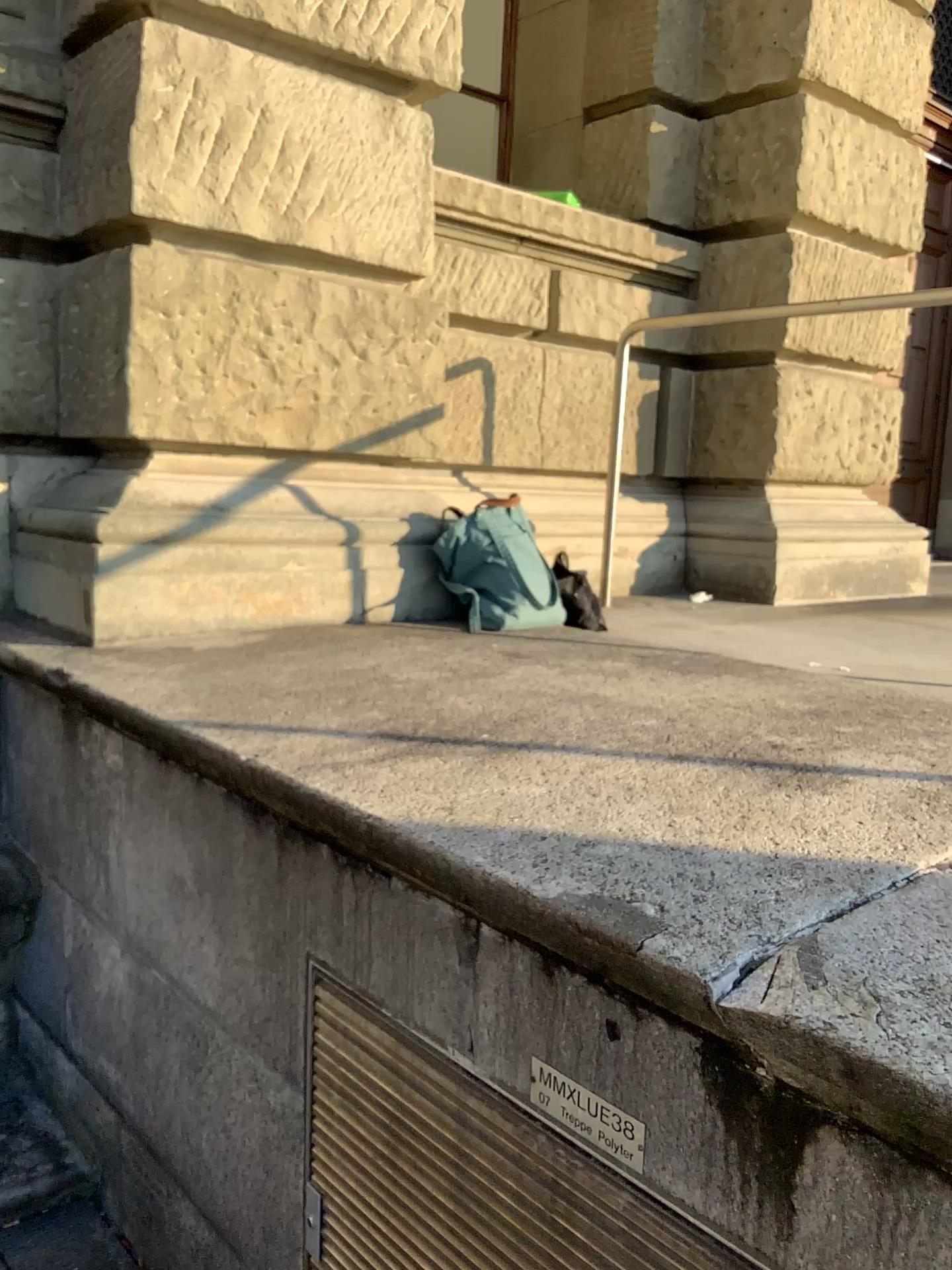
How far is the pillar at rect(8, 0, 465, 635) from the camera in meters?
2.5

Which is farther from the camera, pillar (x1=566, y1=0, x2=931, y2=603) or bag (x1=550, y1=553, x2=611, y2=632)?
pillar (x1=566, y1=0, x2=931, y2=603)

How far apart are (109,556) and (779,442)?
2.8m

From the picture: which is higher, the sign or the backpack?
the backpack

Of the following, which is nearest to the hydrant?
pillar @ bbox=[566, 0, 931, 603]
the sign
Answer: the sign

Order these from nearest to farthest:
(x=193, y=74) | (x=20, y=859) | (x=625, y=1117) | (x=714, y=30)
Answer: (x=625, y=1117) → (x=193, y=74) → (x=20, y=859) → (x=714, y=30)

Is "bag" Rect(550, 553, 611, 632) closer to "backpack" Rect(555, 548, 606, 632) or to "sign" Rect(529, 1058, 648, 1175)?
"backpack" Rect(555, 548, 606, 632)

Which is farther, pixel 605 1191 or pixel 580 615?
pixel 580 615

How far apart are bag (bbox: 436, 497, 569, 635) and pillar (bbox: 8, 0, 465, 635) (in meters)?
0.36

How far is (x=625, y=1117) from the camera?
1.2 meters
